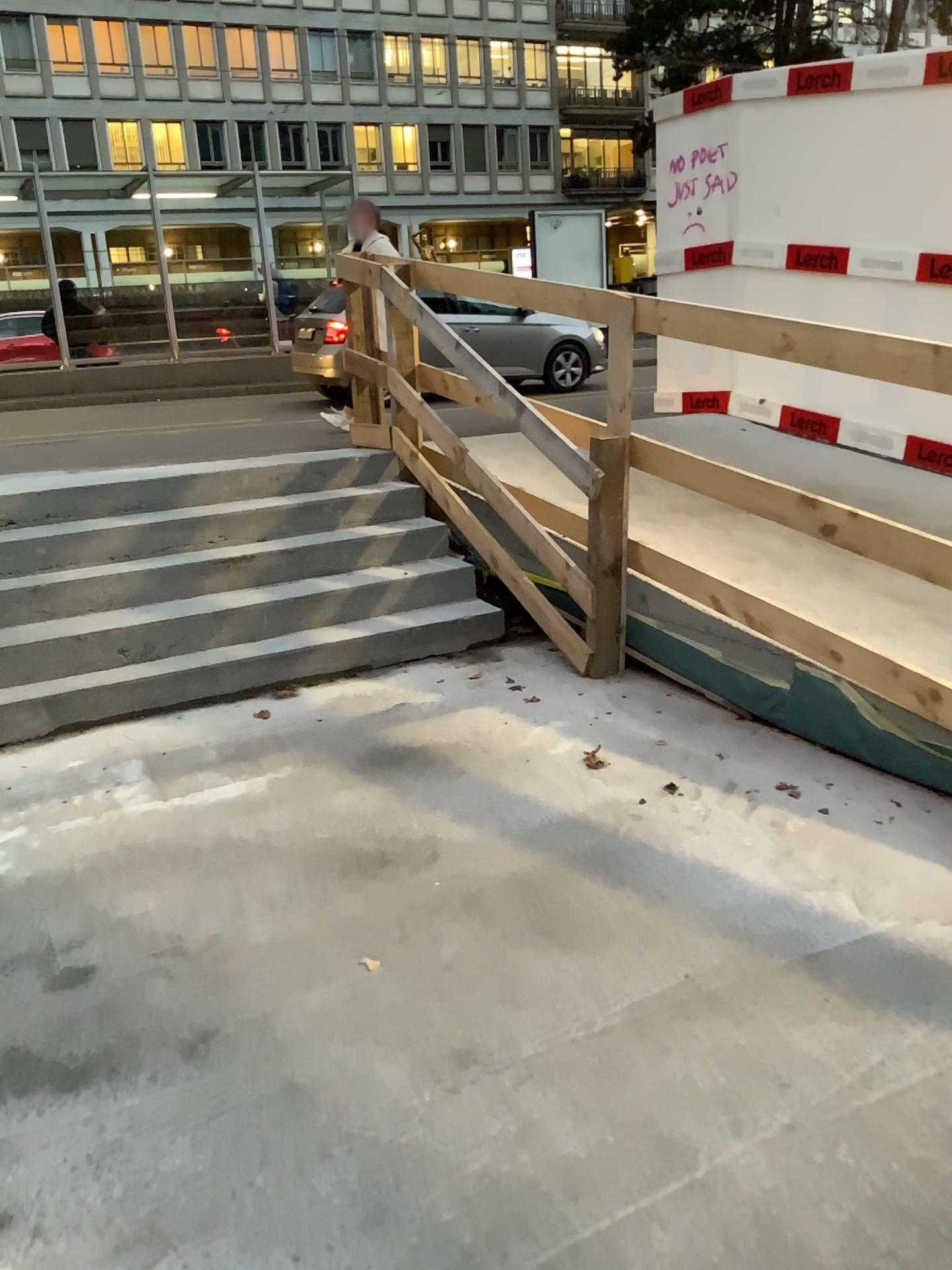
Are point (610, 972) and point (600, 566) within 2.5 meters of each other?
yes
